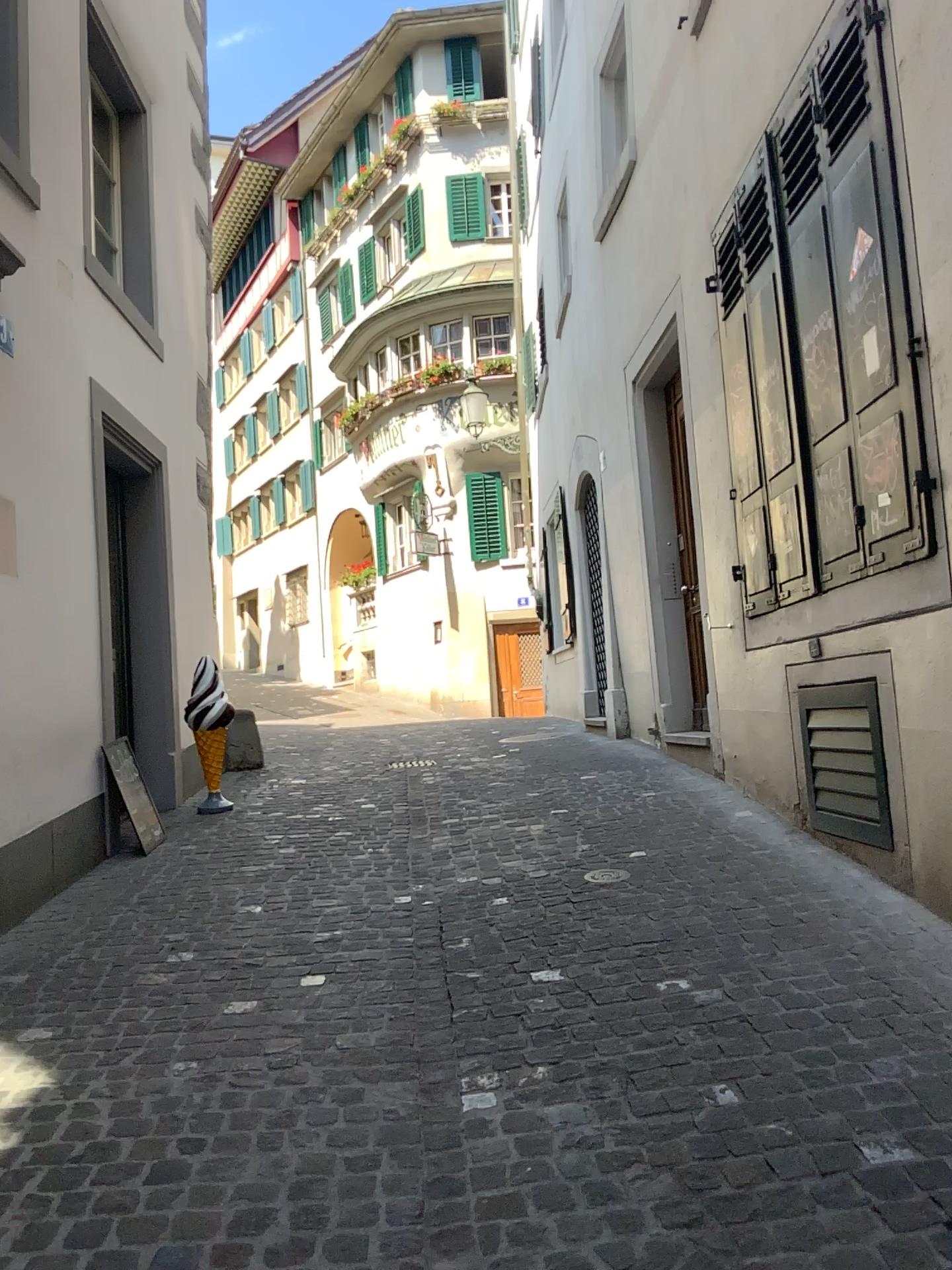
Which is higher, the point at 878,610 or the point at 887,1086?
the point at 878,610
